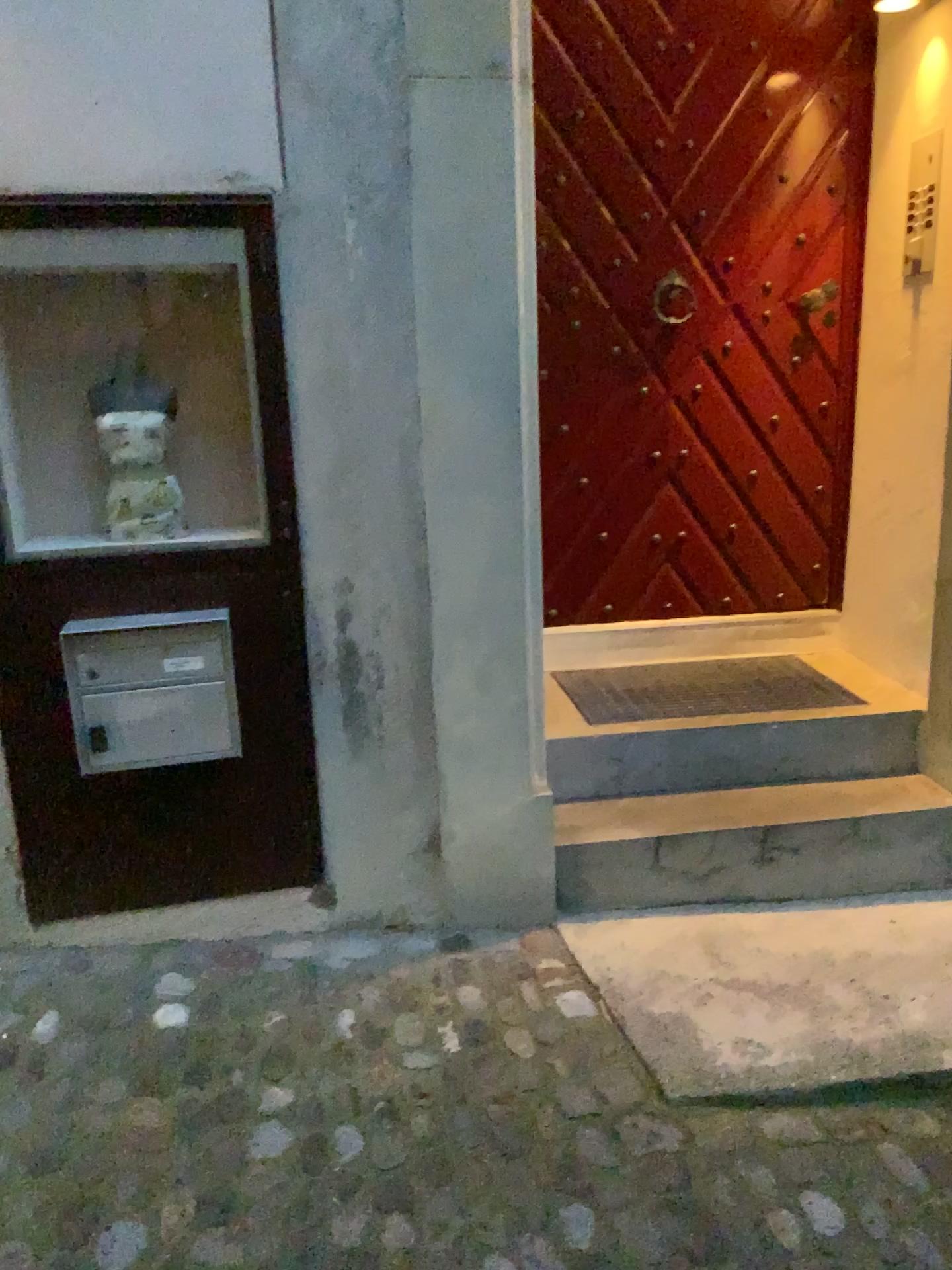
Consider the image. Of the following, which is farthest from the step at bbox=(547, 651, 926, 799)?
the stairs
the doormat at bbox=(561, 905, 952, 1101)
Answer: the doormat at bbox=(561, 905, 952, 1101)

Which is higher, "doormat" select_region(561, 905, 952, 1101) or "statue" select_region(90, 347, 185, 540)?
"statue" select_region(90, 347, 185, 540)

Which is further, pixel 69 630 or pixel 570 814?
pixel 570 814

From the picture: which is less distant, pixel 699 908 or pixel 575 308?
pixel 699 908

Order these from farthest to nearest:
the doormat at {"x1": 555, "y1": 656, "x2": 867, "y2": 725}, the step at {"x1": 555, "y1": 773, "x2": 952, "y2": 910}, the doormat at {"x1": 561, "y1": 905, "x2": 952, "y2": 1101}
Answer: the doormat at {"x1": 555, "y1": 656, "x2": 867, "y2": 725}, the step at {"x1": 555, "y1": 773, "x2": 952, "y2": 910}, the doormat at {"x1": 561, "y1": 905, "x2": 952, "y2": 1101}

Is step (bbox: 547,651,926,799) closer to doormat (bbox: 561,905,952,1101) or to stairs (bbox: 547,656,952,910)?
stairs (bbox: 547,656,952,910)

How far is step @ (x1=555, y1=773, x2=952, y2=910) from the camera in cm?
259

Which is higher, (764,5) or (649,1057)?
(764,5)

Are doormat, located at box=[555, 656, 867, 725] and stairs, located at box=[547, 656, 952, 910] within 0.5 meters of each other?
yes

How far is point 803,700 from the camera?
2.97m
